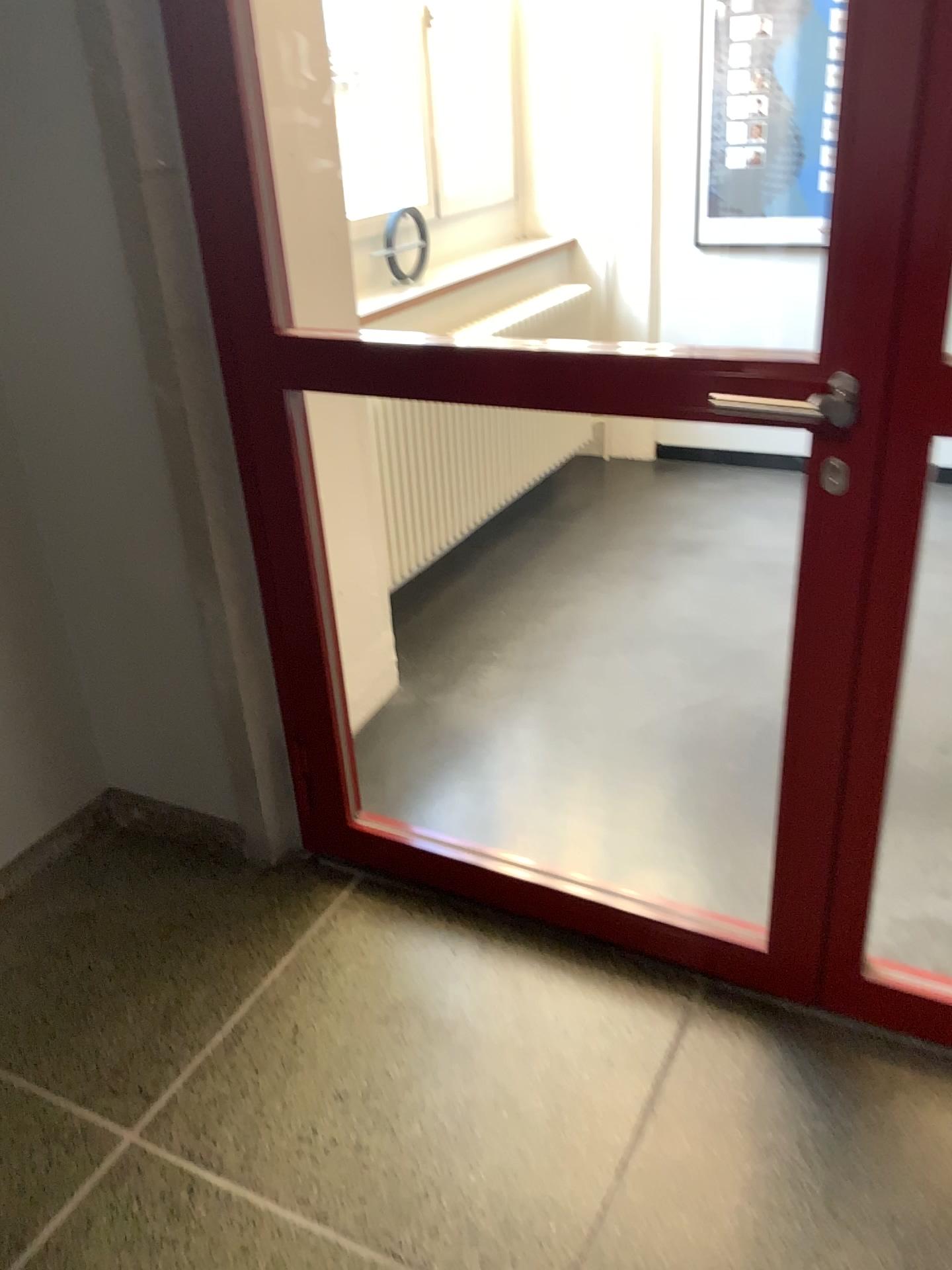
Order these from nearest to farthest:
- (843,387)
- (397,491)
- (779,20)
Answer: (843,387) < (397,491) < (779,20)

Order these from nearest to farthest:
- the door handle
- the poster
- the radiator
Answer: the door handle
the radiator
the poster

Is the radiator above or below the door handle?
below

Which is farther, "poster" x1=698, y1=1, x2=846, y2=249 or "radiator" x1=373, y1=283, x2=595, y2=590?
"poster" x1=698, y1=1, x2=846, y2=249

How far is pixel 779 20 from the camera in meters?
3.5

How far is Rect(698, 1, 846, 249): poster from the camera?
3.5m

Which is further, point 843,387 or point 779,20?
point 779,20

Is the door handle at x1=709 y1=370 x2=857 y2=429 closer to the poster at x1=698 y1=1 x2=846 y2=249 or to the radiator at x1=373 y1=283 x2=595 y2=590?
the radiator at x1=373 y1=283 x2=595 y2=590

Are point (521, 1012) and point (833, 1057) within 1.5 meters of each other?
yes

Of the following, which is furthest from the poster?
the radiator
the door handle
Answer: the door handle
